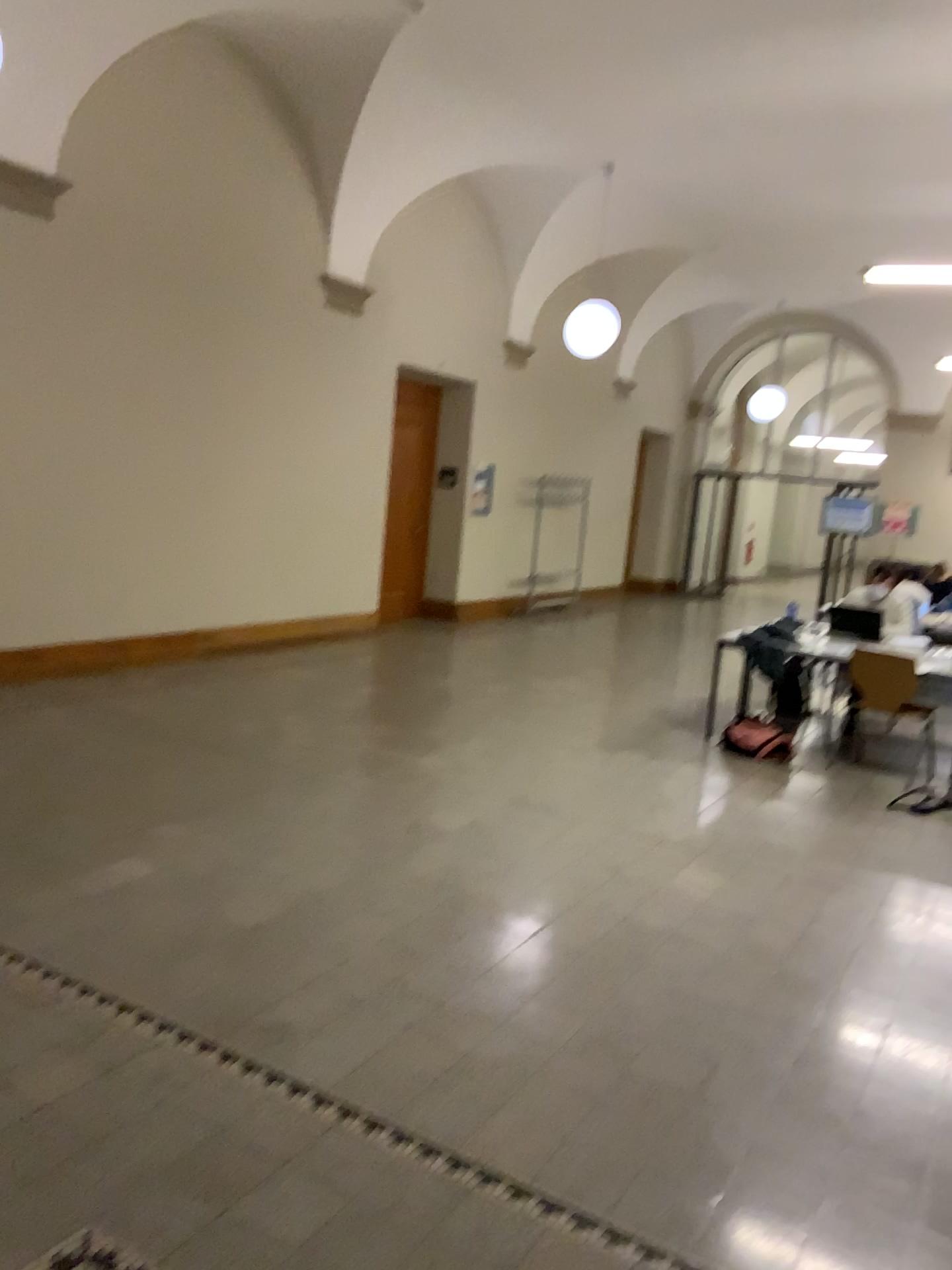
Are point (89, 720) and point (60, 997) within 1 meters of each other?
no
